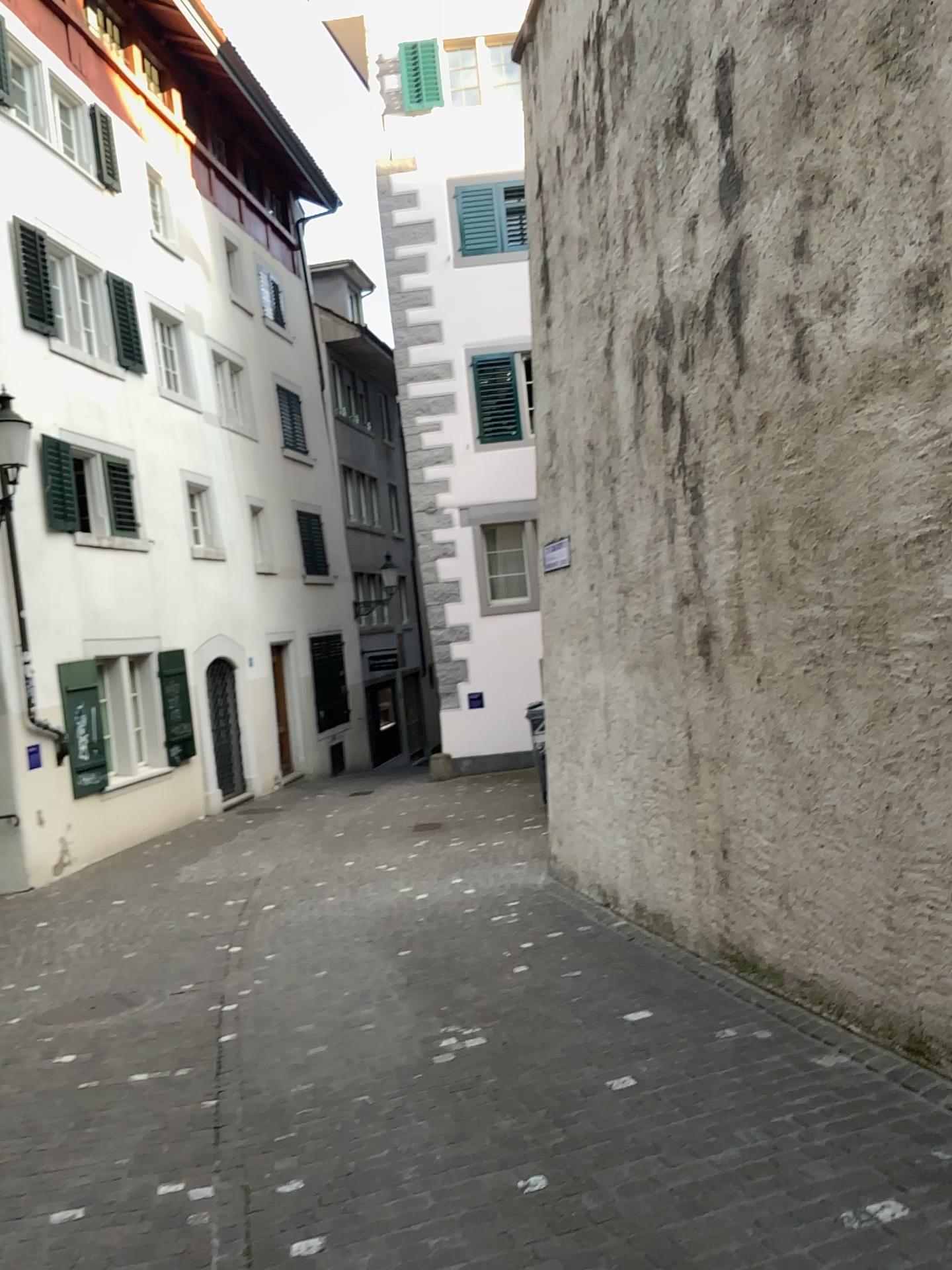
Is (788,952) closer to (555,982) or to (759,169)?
(555,982)
